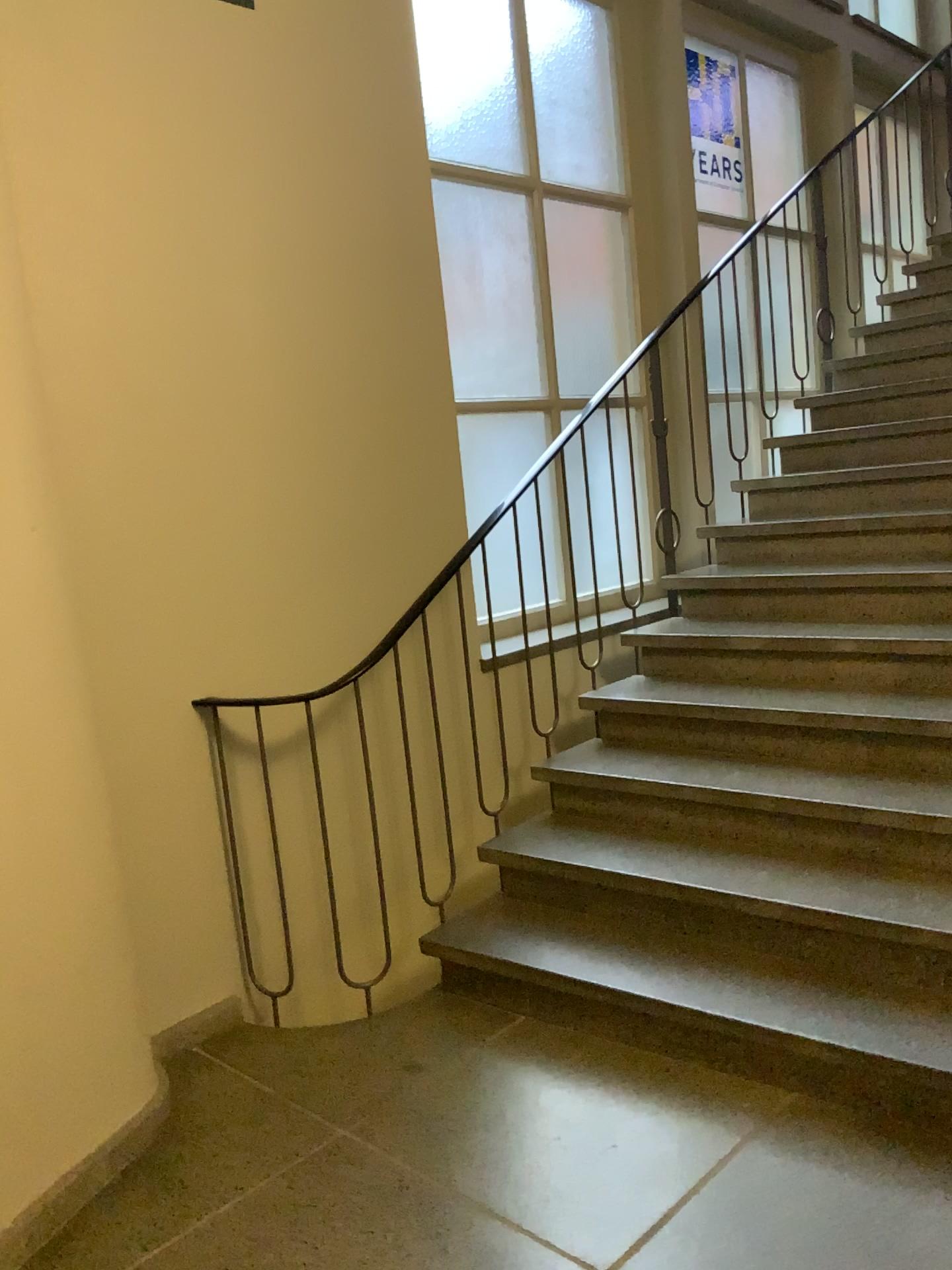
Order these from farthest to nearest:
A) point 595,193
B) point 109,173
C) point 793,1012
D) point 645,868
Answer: point 595,193 → point 645,868 → point 109,173 → point 793,1012
